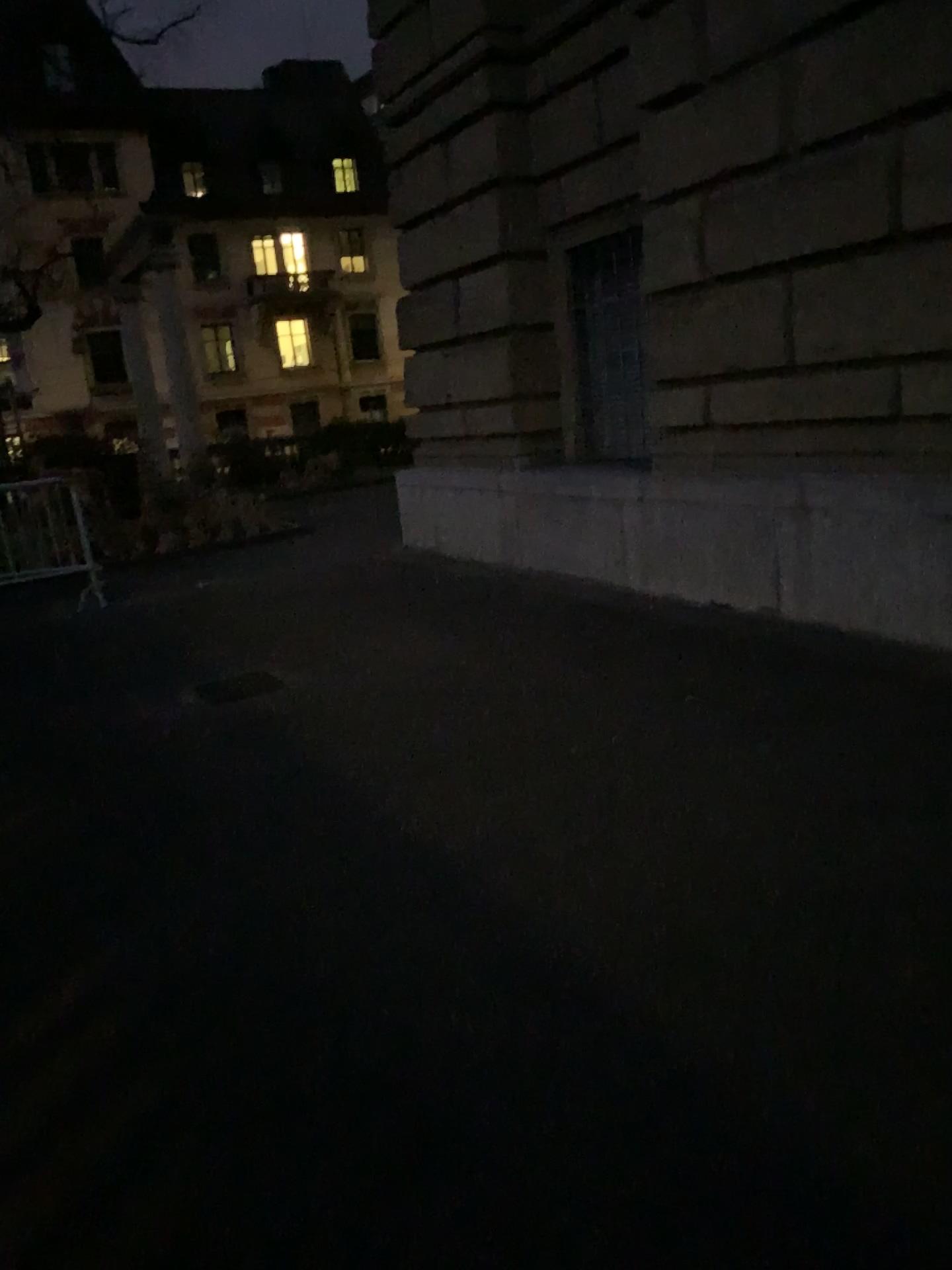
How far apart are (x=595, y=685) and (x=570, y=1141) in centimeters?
290cm
